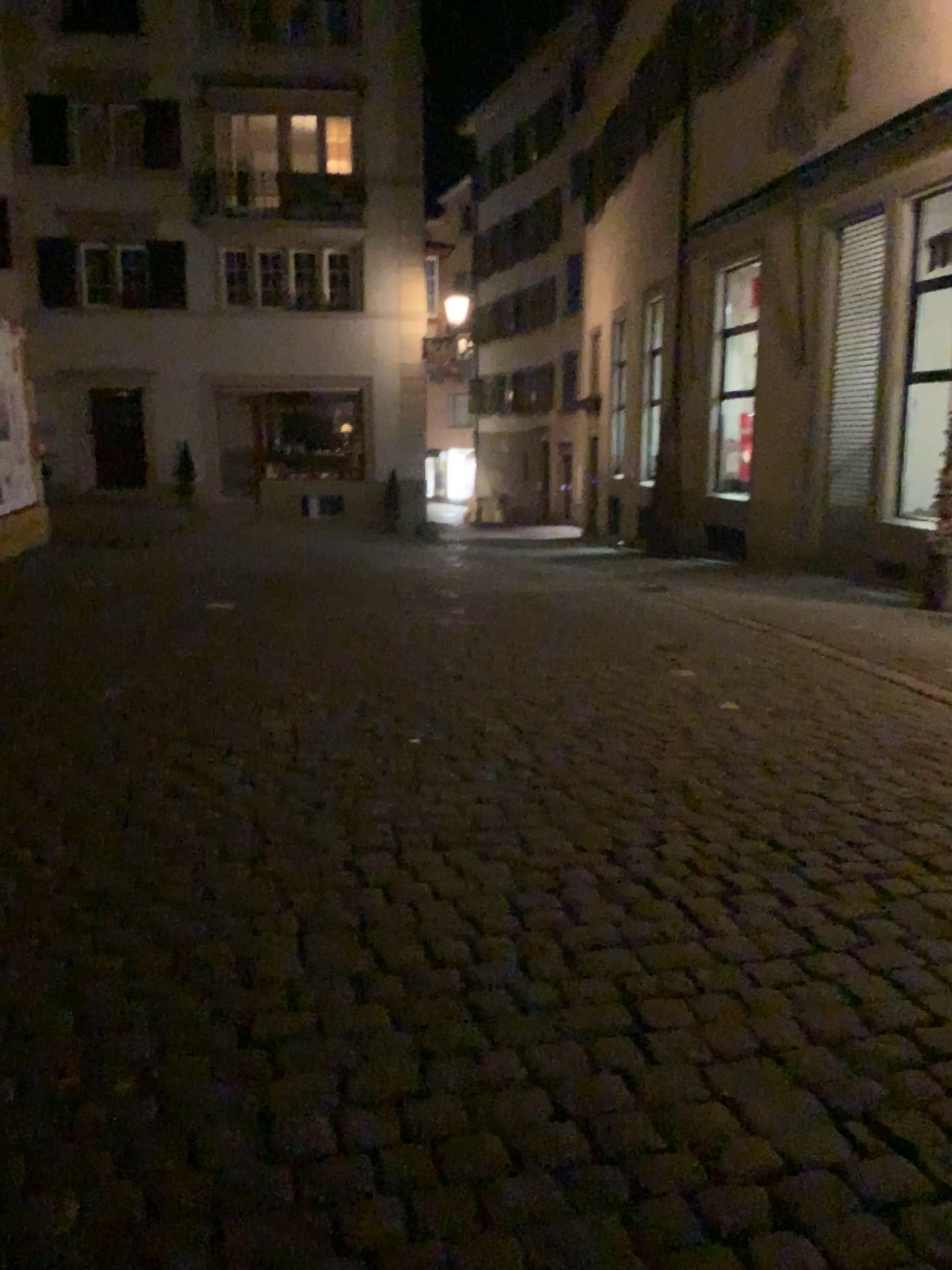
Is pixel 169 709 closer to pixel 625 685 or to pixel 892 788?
pixel 625 685
